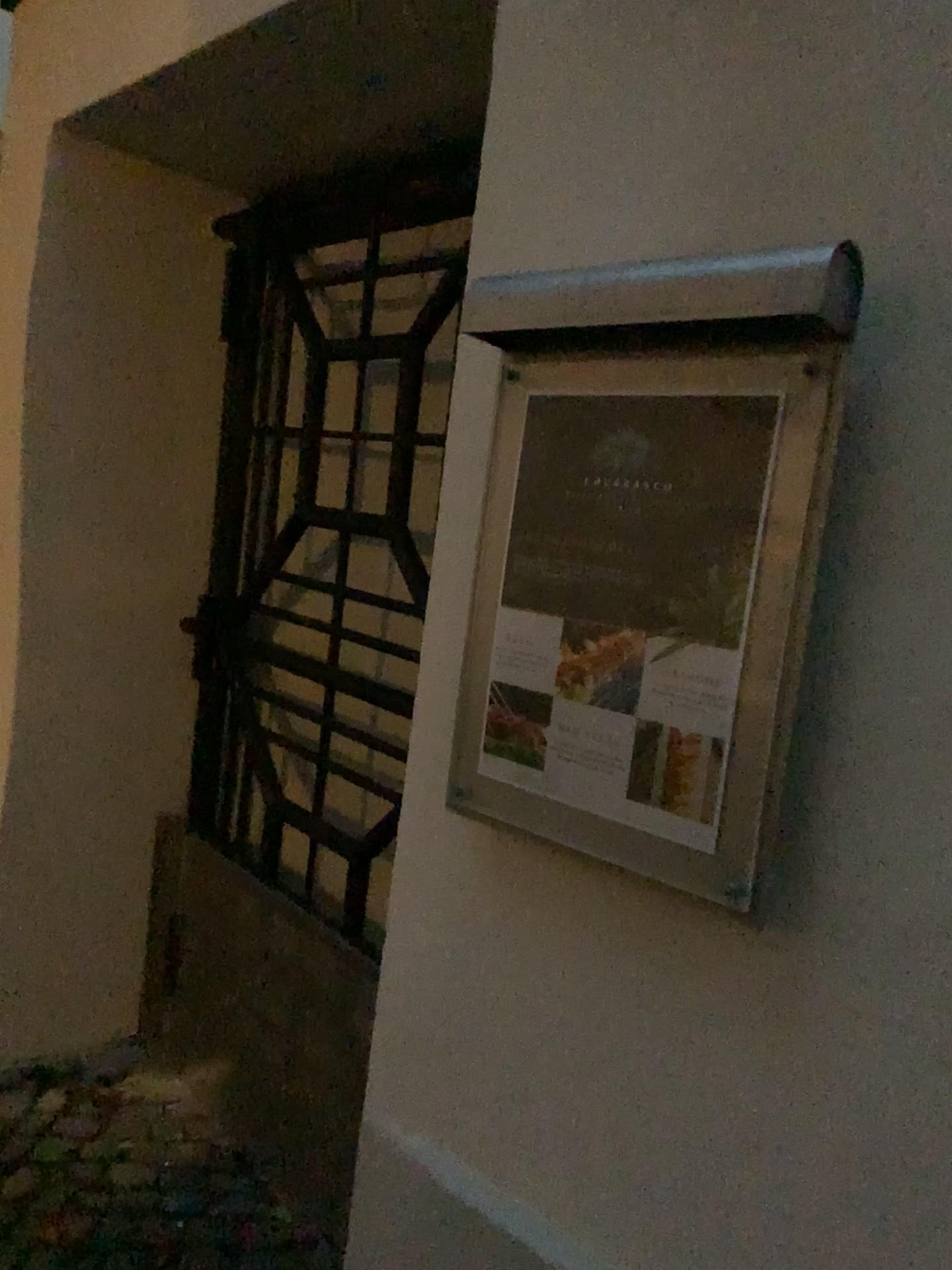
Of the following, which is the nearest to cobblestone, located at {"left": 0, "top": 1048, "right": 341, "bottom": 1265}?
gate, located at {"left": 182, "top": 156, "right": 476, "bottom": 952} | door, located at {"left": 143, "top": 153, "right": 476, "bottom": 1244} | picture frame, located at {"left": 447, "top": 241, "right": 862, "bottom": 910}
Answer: door, located at {"left": 143, "top": 153, "right": 476, "bottom": 1244}

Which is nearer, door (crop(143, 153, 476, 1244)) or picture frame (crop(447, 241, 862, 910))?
picture frame (crop(447, 241, 862, 910))

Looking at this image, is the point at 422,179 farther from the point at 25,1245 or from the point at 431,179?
the point at 25,1245

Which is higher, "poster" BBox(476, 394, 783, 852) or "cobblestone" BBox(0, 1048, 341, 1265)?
"poster" BBox(476, 394, 783, 852)

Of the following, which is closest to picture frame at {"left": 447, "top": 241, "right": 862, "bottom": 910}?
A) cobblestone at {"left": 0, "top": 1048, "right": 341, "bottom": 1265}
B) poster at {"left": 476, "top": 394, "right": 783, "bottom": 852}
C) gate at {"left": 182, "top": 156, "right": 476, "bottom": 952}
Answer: poster at {"left": 476, "top": 394, "right": 783, "bottom": 852}

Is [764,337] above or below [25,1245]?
above

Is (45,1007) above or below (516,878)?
below

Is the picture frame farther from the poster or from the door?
the door

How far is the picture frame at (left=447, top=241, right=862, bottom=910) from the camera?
0.9m

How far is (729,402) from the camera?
1.0 meters
